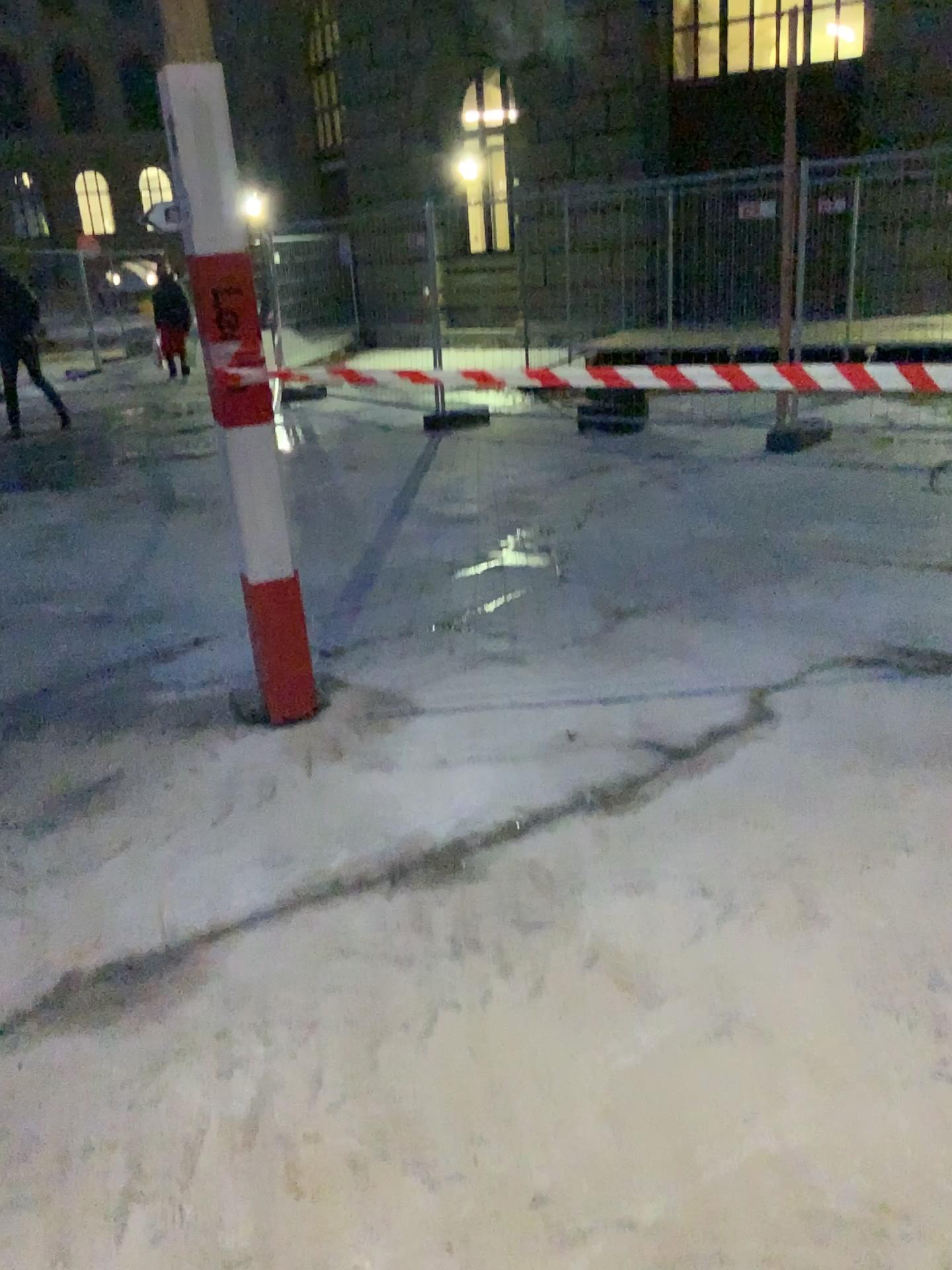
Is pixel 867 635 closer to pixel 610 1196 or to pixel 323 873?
pixel 323 873
